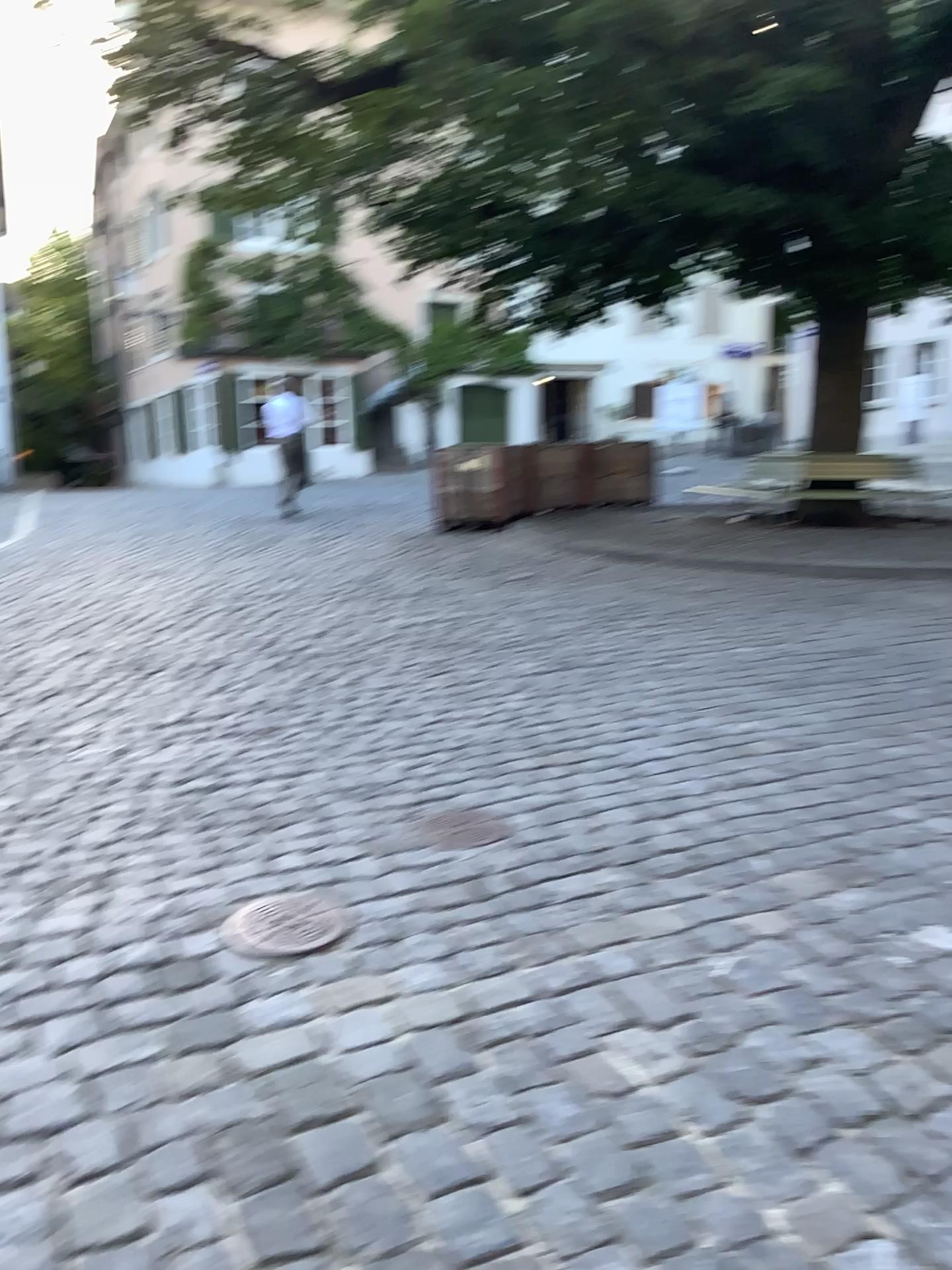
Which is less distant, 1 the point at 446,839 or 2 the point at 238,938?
2 the point at 238,938

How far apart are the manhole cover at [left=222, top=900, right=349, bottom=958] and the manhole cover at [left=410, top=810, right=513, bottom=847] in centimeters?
54cm

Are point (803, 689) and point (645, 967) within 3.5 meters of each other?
yes

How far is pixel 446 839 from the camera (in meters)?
3.29

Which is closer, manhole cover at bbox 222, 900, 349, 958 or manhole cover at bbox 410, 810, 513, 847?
manhole cover at bbox 222, 900, 349, 958

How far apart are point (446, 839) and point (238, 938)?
0.83m

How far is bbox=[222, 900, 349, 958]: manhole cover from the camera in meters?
2.6

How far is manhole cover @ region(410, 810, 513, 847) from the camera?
3.3m
